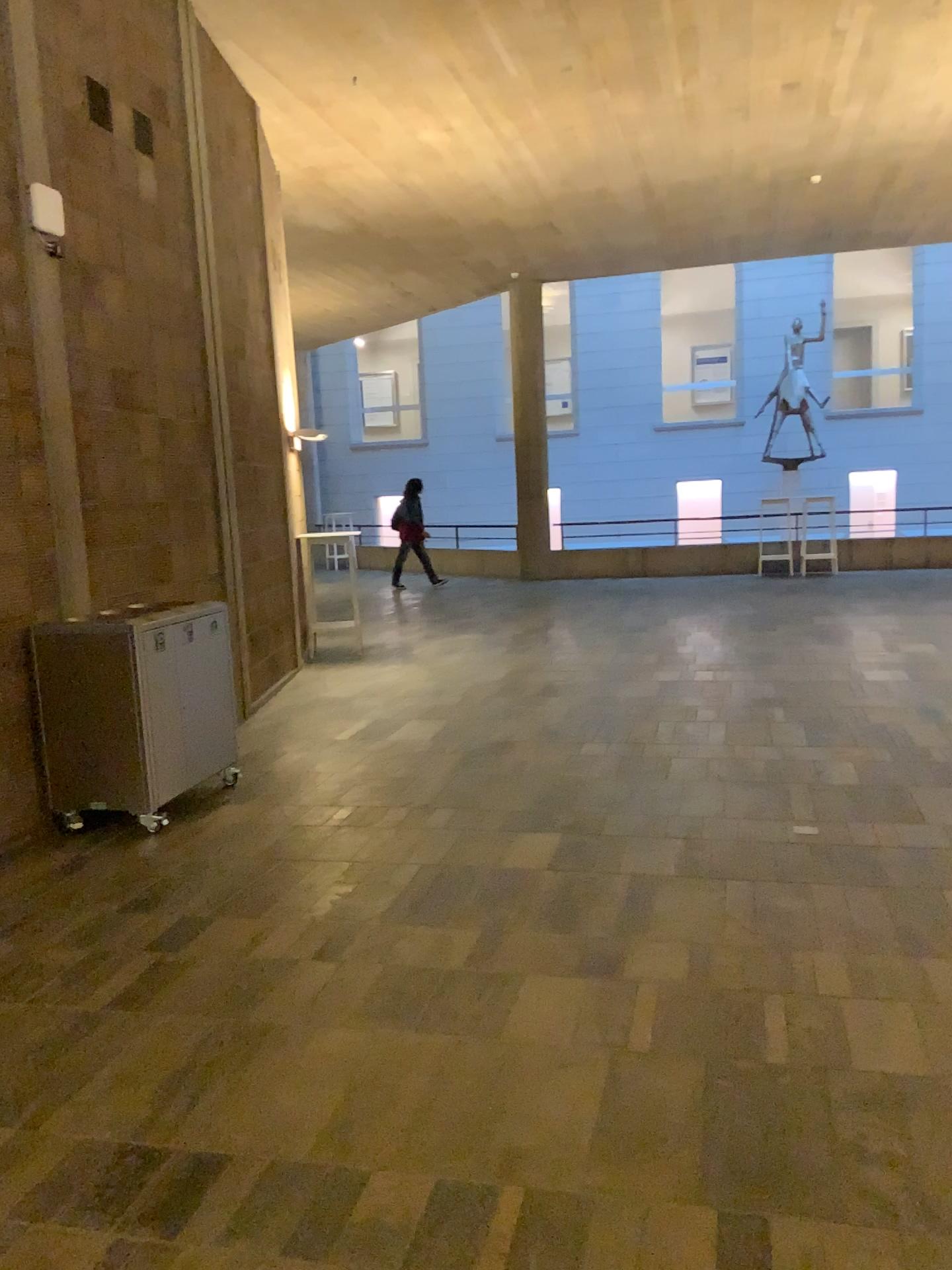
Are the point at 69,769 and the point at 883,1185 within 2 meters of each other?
no
